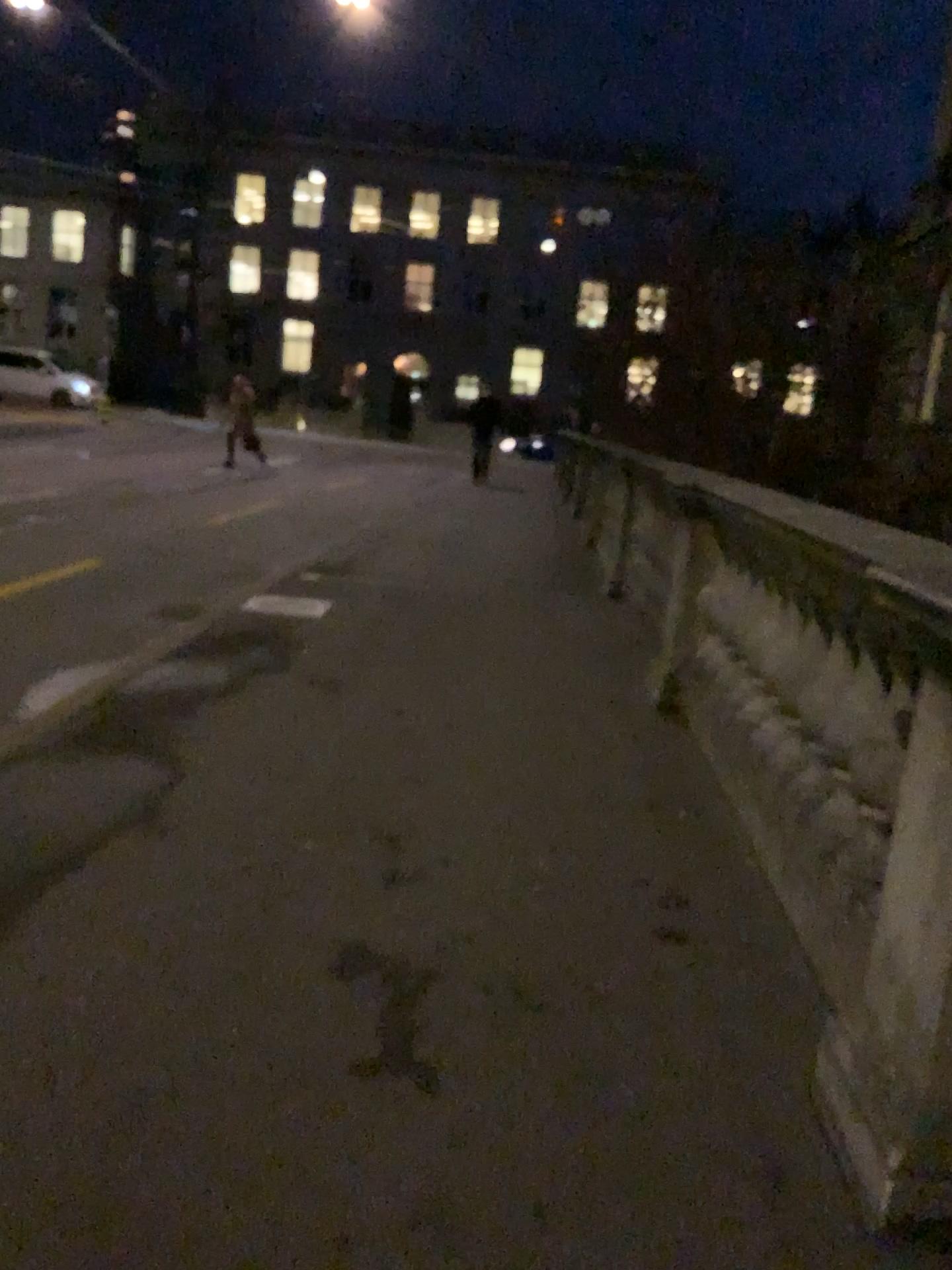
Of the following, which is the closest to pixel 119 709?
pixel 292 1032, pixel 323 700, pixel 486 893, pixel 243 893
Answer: pixel 323 700
